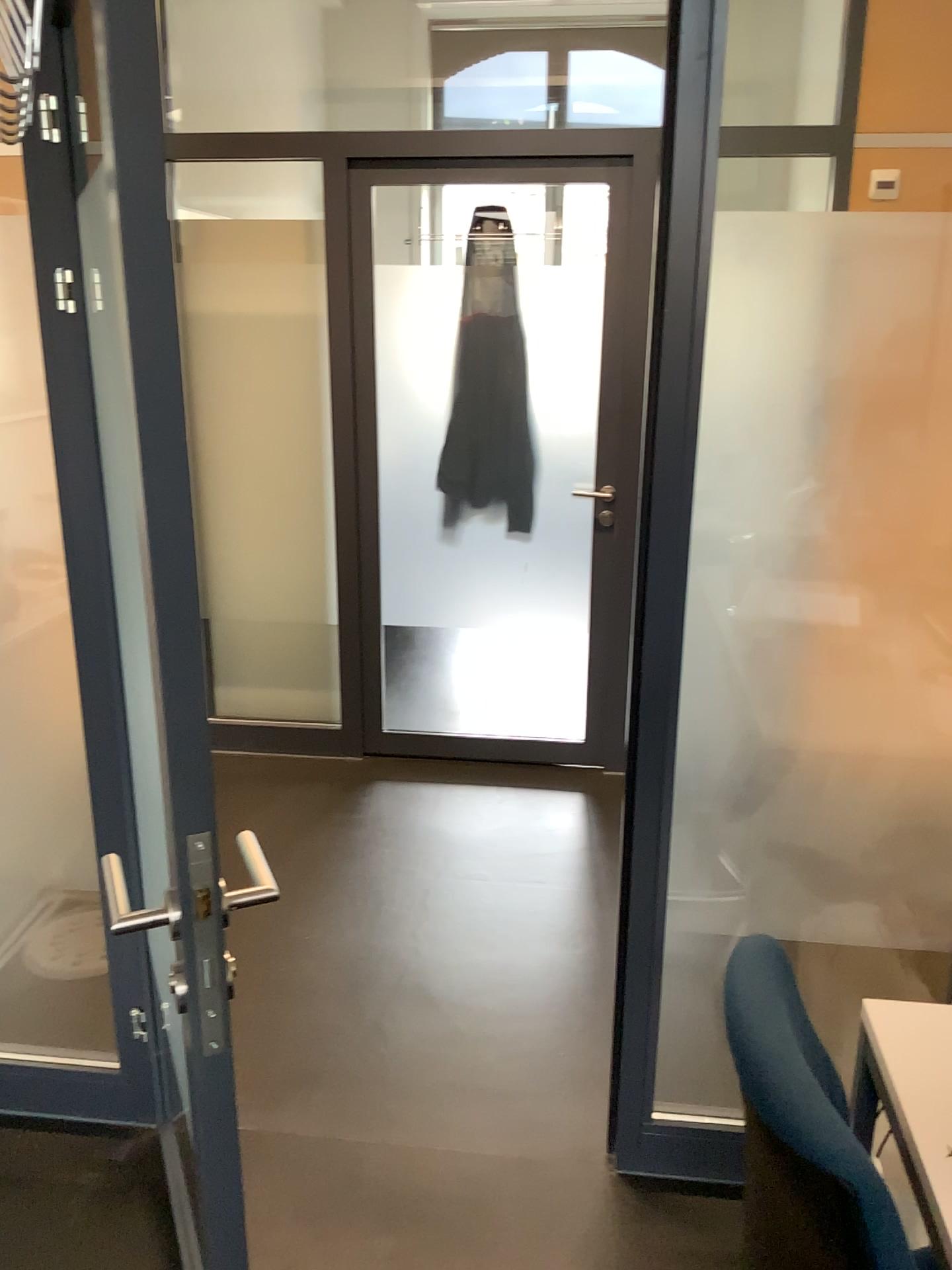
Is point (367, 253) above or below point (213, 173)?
below

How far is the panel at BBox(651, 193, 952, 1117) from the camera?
1.6m

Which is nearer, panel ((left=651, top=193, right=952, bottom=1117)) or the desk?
the desk

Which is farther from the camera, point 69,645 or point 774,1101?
point 69,645

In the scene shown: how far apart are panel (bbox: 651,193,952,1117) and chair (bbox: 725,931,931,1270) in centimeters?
55cm

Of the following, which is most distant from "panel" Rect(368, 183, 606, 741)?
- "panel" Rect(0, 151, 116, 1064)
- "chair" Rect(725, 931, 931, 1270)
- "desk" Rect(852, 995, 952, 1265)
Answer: "chair" Rect(725, 931, 931, 1270)

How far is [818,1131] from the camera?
0.86m

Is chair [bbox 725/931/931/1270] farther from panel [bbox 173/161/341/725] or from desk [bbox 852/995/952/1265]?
panel [bbox 173/161/341/725]

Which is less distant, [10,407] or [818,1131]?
[818,1131]

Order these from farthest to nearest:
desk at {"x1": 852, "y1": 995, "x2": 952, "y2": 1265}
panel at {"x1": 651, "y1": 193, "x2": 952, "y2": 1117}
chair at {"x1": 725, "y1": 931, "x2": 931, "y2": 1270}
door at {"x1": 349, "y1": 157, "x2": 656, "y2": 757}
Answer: door at {"x1": 349, "y1": 157, "x2": 656, "y2": 757} < panel at {"x1": 651, "y1": 193, "x2": 952, "y2": 1117} < desk at {"x1": 852, "y1": 995, "x2": 952, "y2": 1265} < chair at {"x1": 725, "y1": 931, "x2": 931, "y2": 1270}
